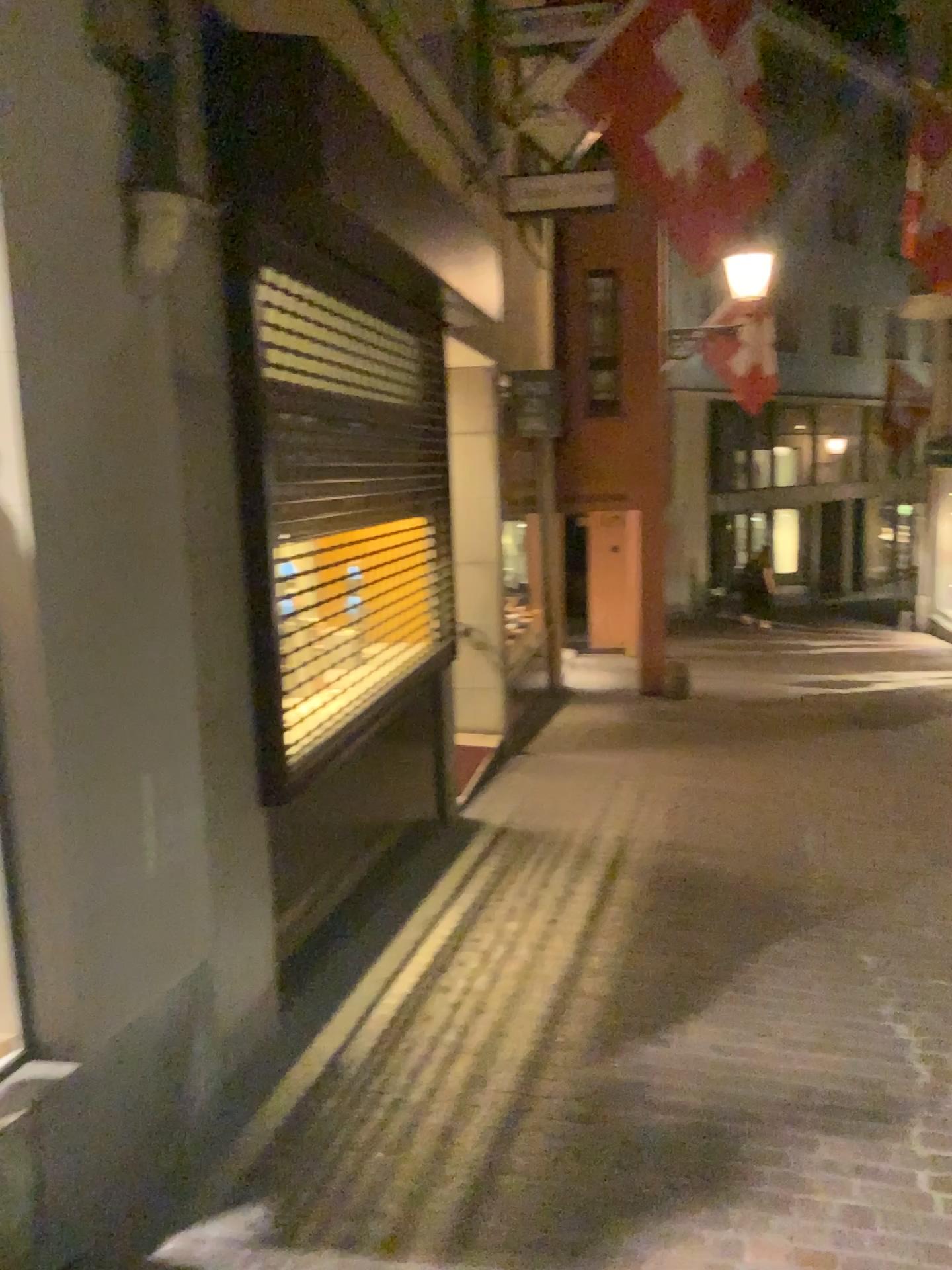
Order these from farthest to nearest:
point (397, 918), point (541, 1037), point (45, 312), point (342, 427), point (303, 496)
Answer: point (397, 918)
point (342, 427)
point (303, 496)
point (541, 1037)
point (45, 312)
